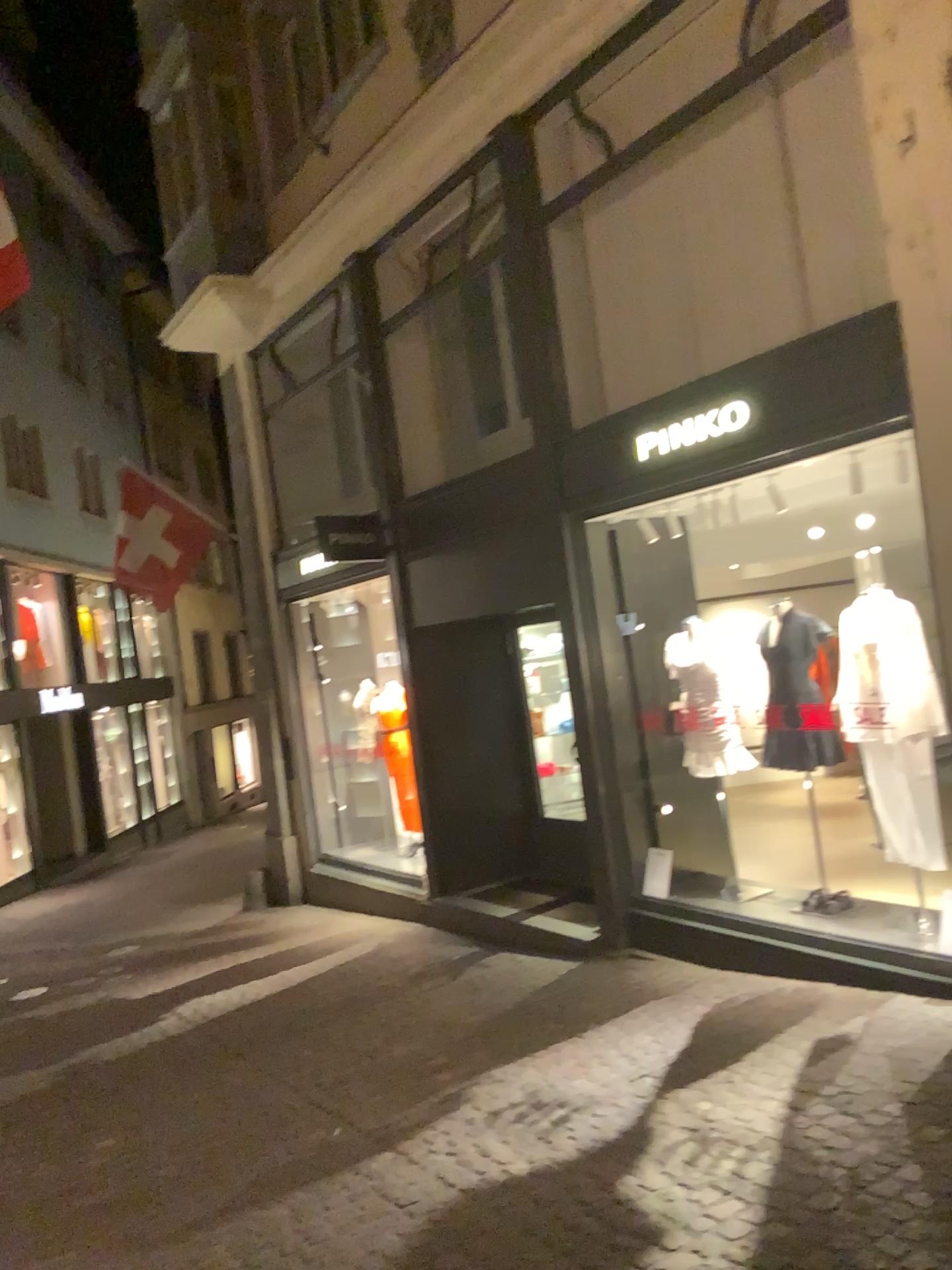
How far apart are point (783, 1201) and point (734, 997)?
2.01m
